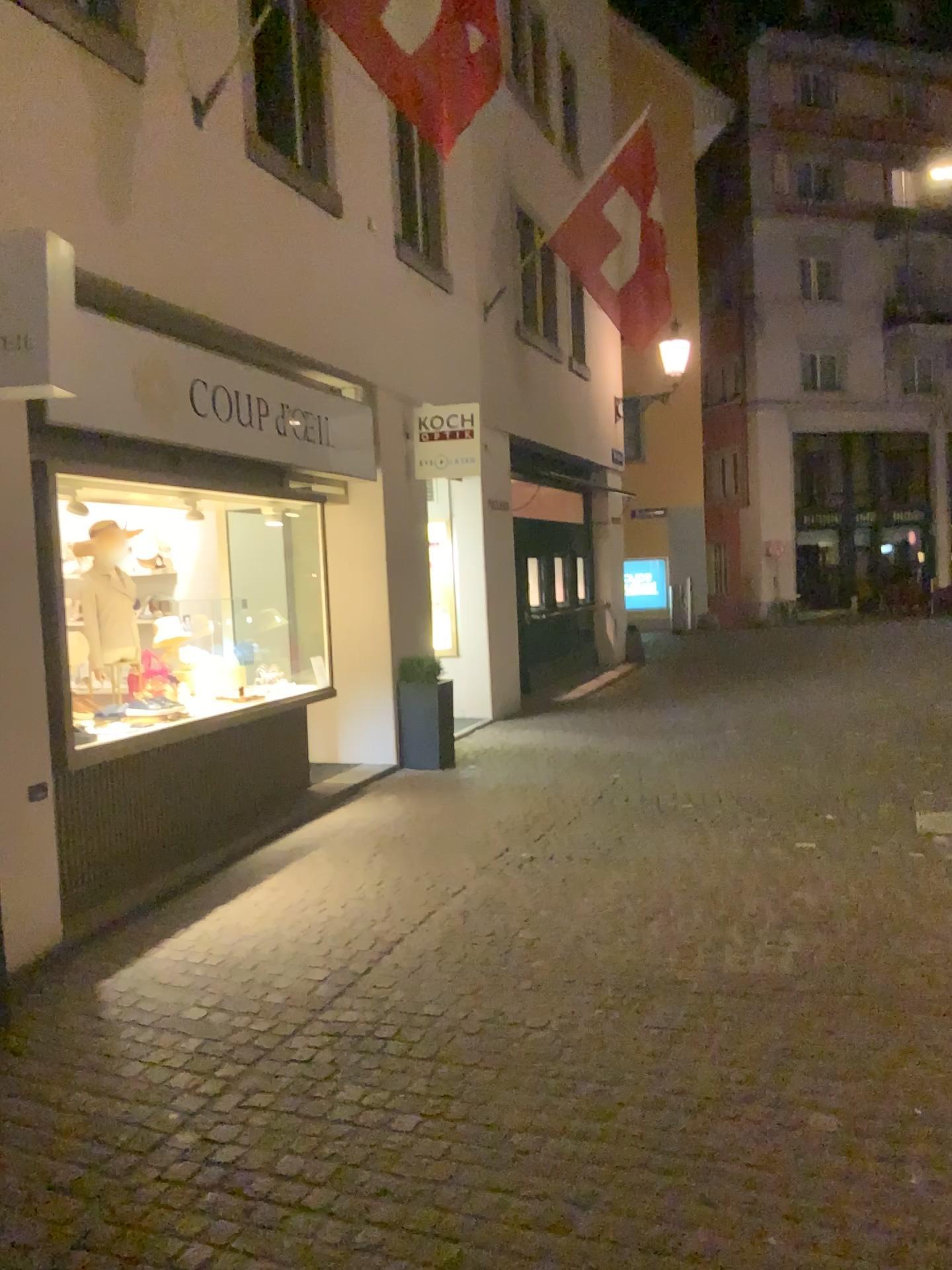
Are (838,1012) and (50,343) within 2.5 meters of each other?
no

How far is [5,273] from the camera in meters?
4.0 m

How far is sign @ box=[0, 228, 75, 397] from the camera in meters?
4.0
